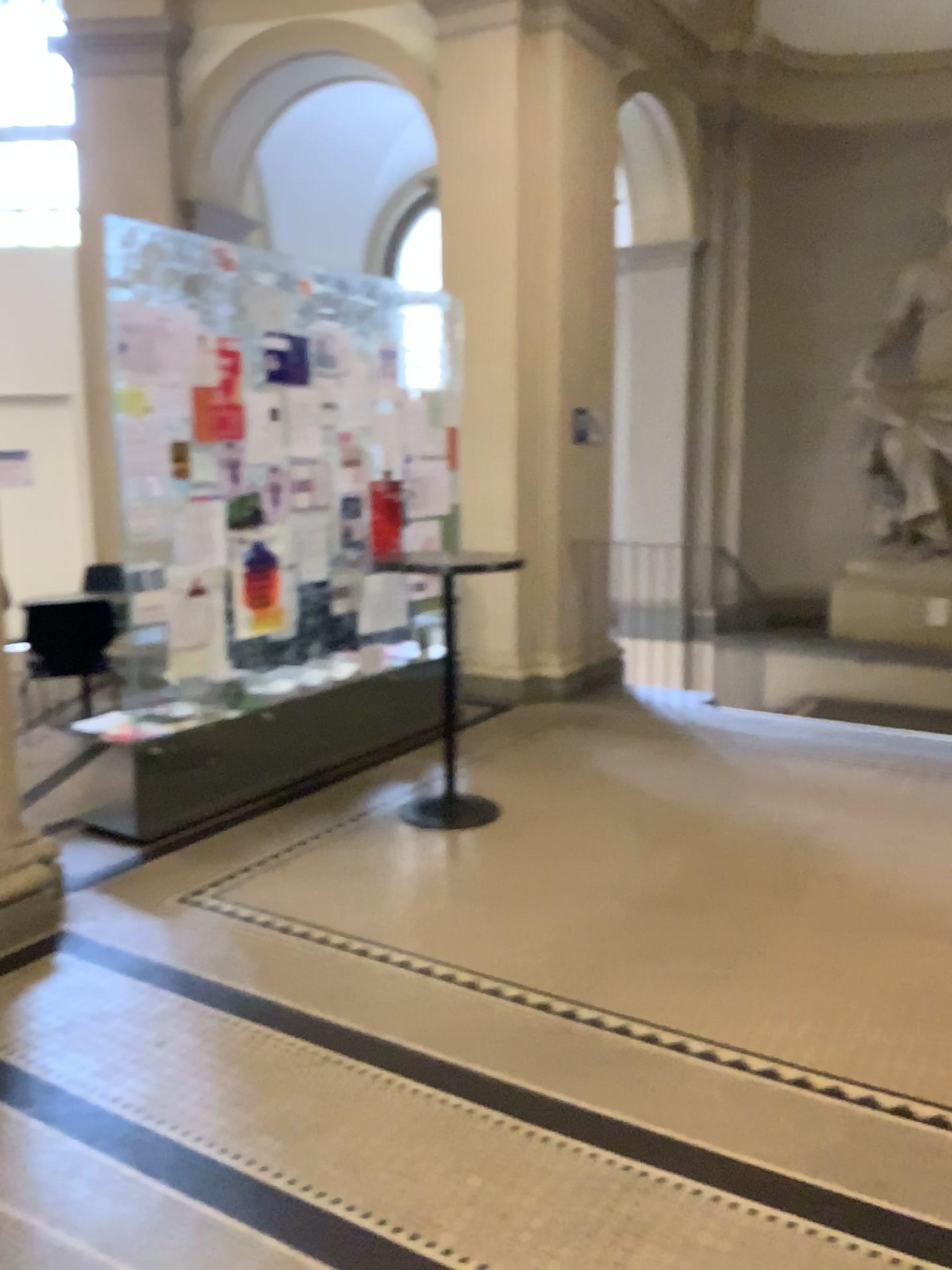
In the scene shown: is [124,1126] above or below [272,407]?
below
